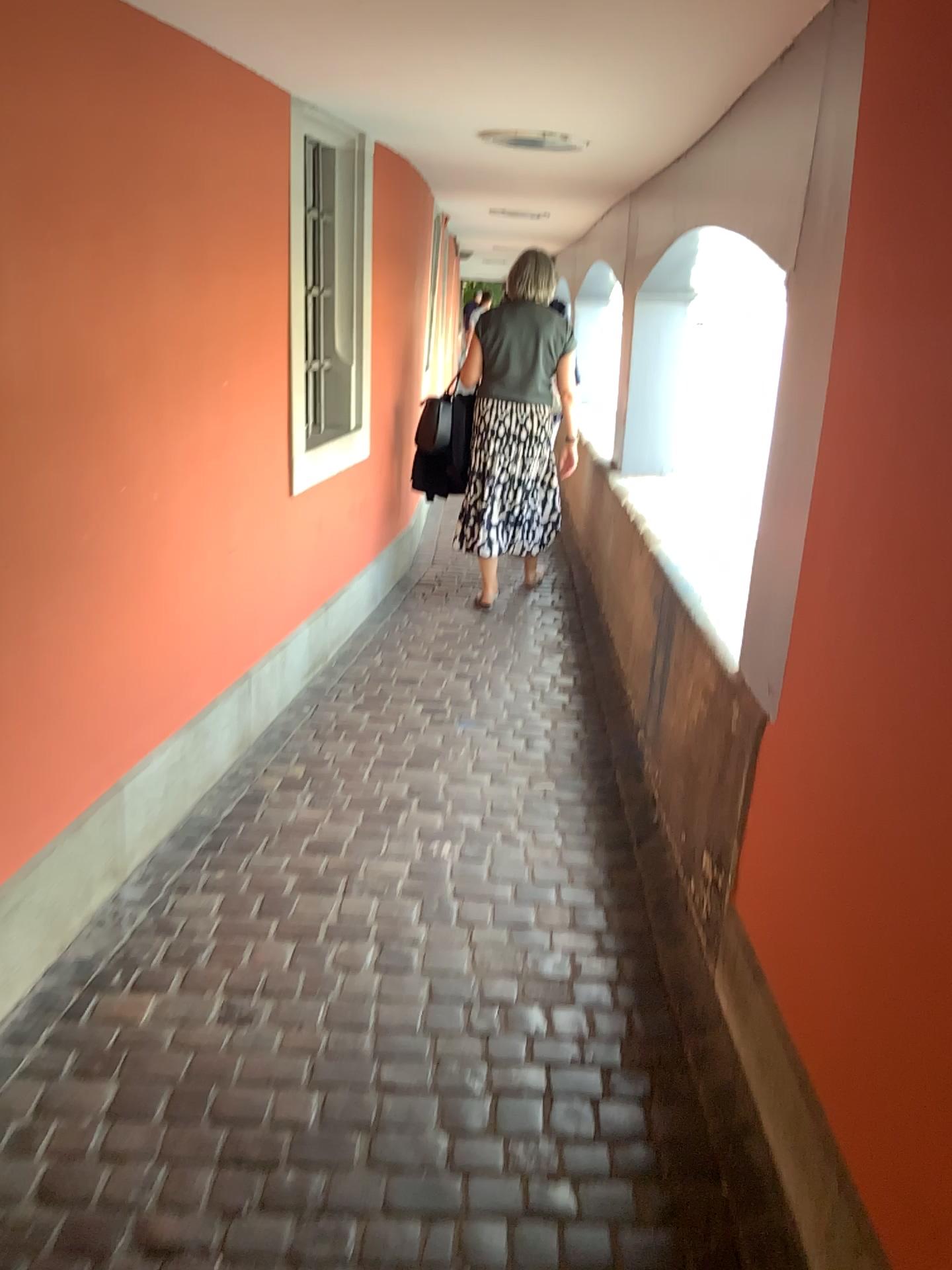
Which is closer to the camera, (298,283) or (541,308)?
(298,283)

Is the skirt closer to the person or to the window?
the person

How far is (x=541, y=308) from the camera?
4.8m

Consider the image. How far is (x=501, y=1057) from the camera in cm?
208

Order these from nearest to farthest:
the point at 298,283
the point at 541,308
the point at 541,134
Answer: the point at 541,134 < the point at 298,283 < the point at 541,308

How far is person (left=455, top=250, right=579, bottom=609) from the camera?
4.81m

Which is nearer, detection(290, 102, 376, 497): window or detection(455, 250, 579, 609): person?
detection(290, 102, 376, 497): window

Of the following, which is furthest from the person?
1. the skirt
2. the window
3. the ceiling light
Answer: the ceiling light

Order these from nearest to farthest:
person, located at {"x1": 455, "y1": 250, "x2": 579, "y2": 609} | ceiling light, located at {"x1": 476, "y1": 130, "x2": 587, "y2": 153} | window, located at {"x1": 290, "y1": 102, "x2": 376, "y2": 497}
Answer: ceiling light, located at {"x1": 476, "y1": 130, "x2": 587, "y2": 153} → window, located at {"x1": 290, "y1": 102, "x2": 376, "y2": 497} → person, located at {"x1": 455, "y1": 250, "x2": 579, "y2": 609}

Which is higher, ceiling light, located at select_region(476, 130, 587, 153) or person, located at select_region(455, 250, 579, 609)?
ceiling light, located at select_region(476, 130, 587, 153)
